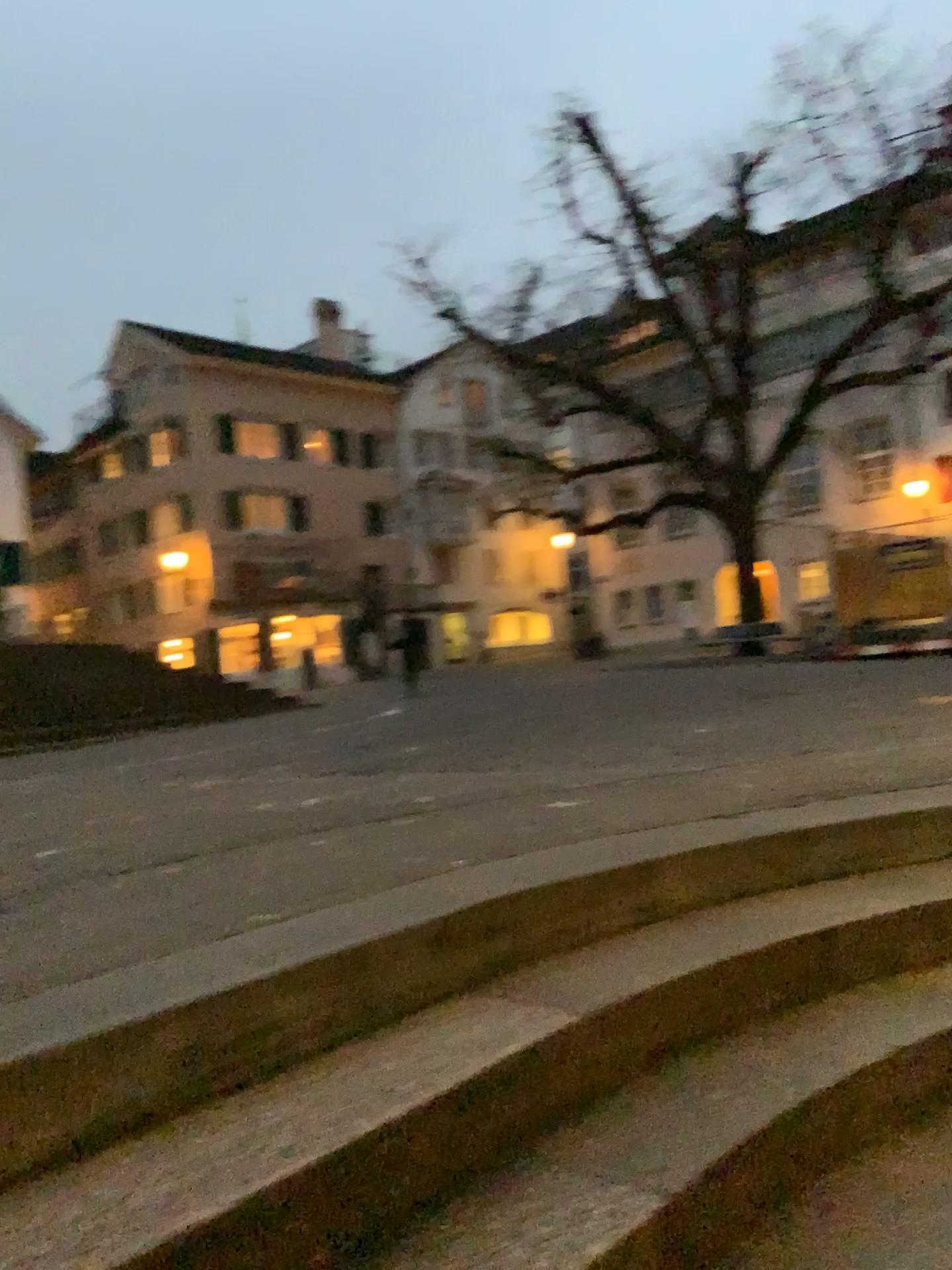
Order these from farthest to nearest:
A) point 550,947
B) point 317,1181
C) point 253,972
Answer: point 550,947
point 253,972
point 317,1181
